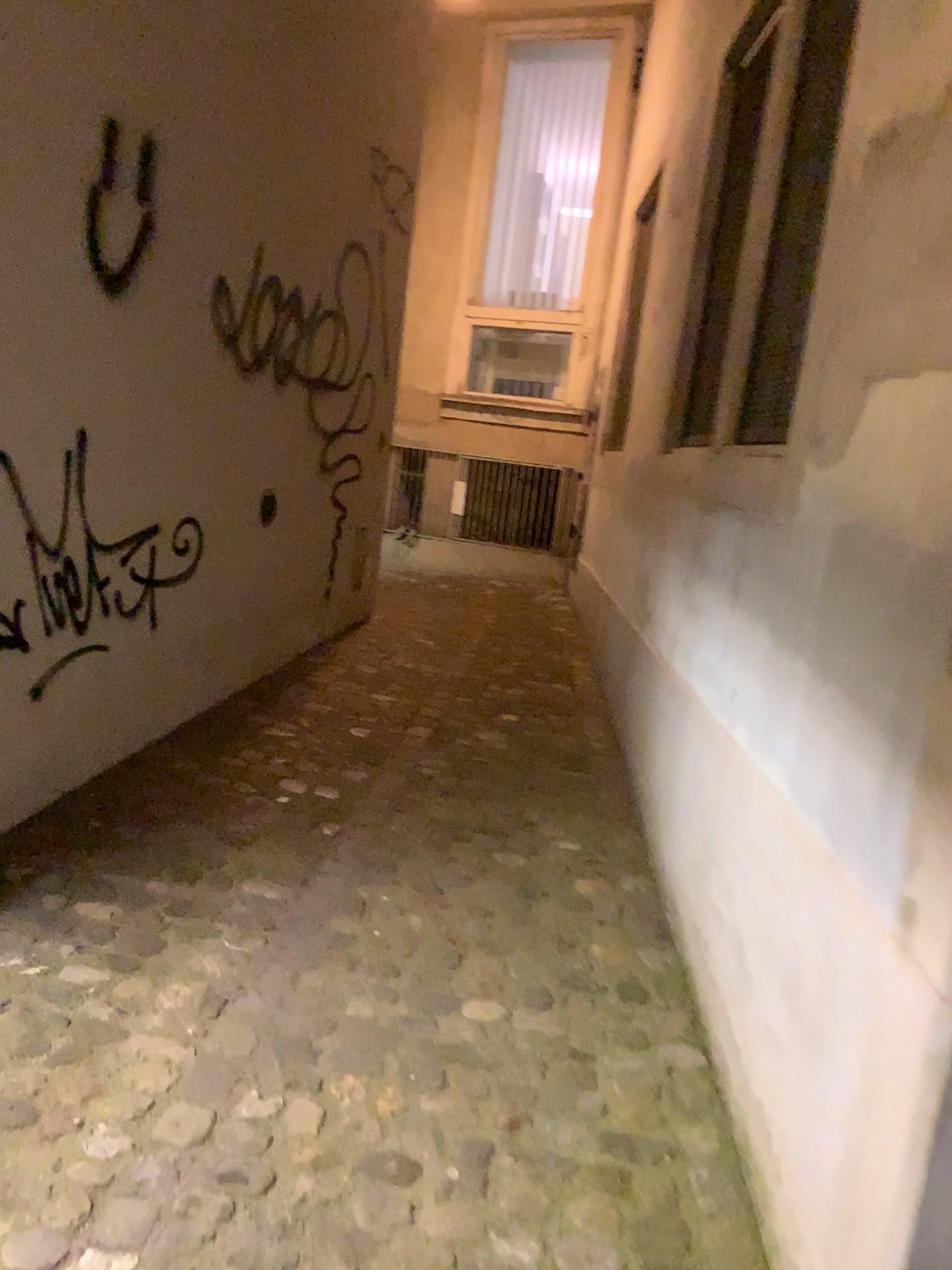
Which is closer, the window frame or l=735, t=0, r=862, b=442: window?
l=735, t=0, r=862, b=442: window

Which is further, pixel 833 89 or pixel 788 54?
pixel 788 54

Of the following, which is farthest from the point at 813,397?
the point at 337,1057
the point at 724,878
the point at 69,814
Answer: the point at 69,814

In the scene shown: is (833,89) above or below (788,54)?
→ below
